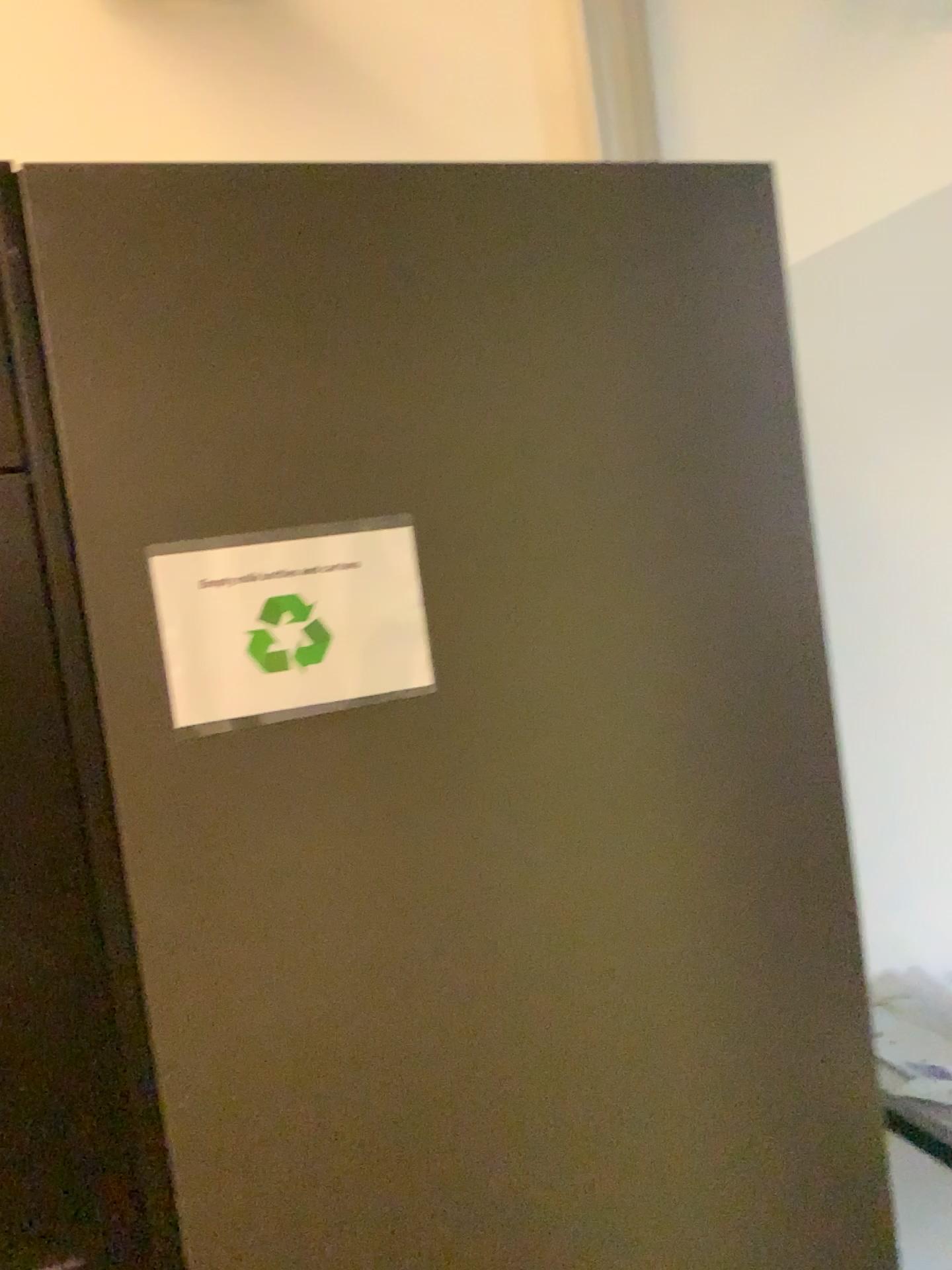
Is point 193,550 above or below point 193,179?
below

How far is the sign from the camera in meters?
0.8

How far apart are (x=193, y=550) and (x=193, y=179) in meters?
0.3

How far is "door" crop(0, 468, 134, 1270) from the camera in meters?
0.8 m

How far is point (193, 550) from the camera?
0.8 meters

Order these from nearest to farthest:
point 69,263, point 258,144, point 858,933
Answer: point 69,263 < point 258,144 < point 858,933

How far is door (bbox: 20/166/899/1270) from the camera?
0.8m
